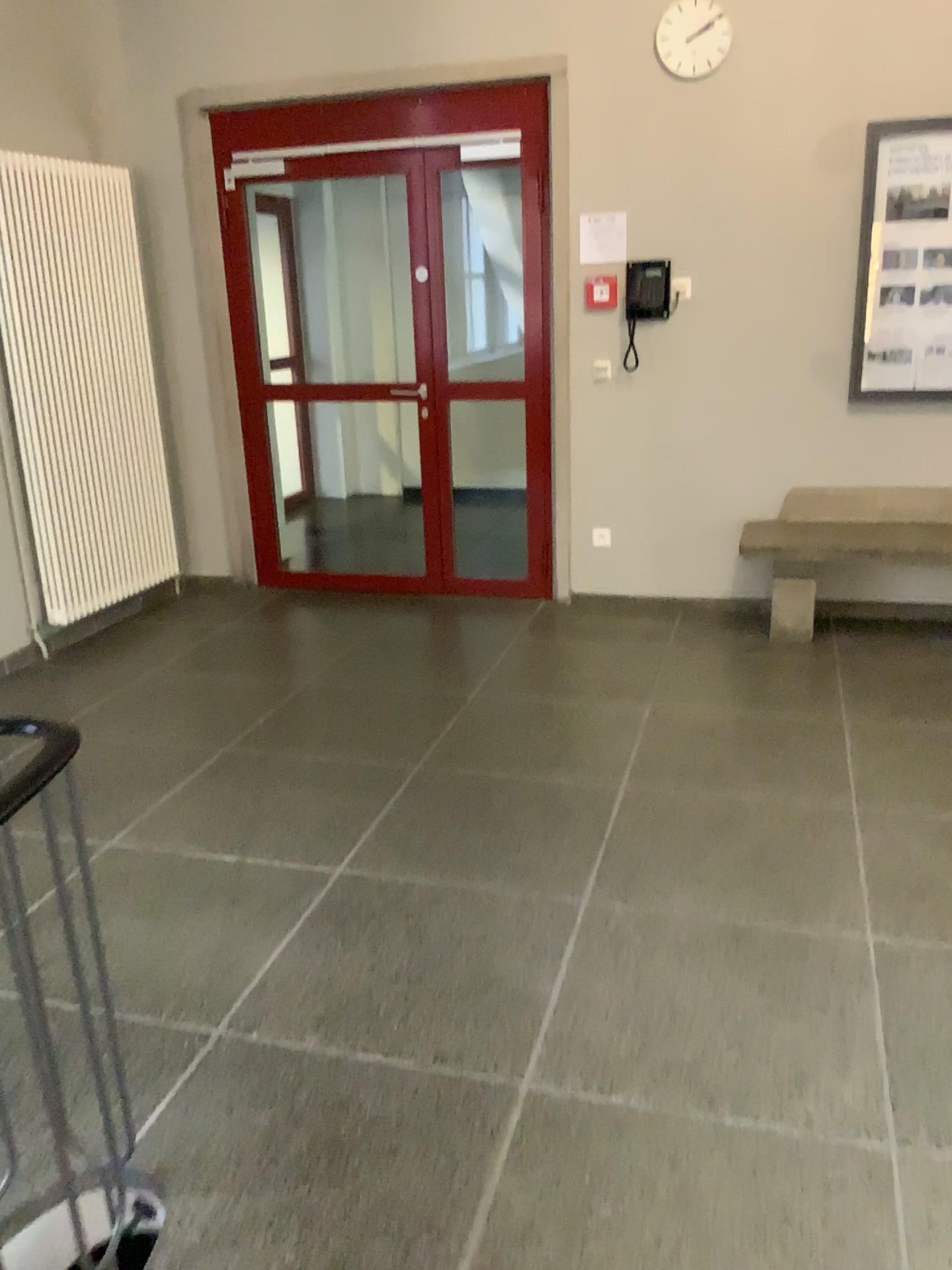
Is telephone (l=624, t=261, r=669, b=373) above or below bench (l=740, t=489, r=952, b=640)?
above

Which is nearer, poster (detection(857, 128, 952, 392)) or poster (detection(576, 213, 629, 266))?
poster (detection(857, 128, 952, 392))

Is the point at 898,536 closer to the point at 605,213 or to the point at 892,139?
the point at 892,139

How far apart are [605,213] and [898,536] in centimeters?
191cm

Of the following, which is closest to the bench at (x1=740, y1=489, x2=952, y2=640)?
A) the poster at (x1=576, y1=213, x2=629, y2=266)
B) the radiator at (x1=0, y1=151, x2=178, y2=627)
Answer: the poster at (x1=576, y1=213, x2=629, y2=266)

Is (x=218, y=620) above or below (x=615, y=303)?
below

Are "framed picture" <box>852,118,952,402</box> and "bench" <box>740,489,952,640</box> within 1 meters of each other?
yes

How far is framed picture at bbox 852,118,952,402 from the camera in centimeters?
432cm

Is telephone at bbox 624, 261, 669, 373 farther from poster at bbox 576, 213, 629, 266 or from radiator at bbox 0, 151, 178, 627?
radiator at bbox 0, 151, 178, 627

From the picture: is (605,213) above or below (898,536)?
above
